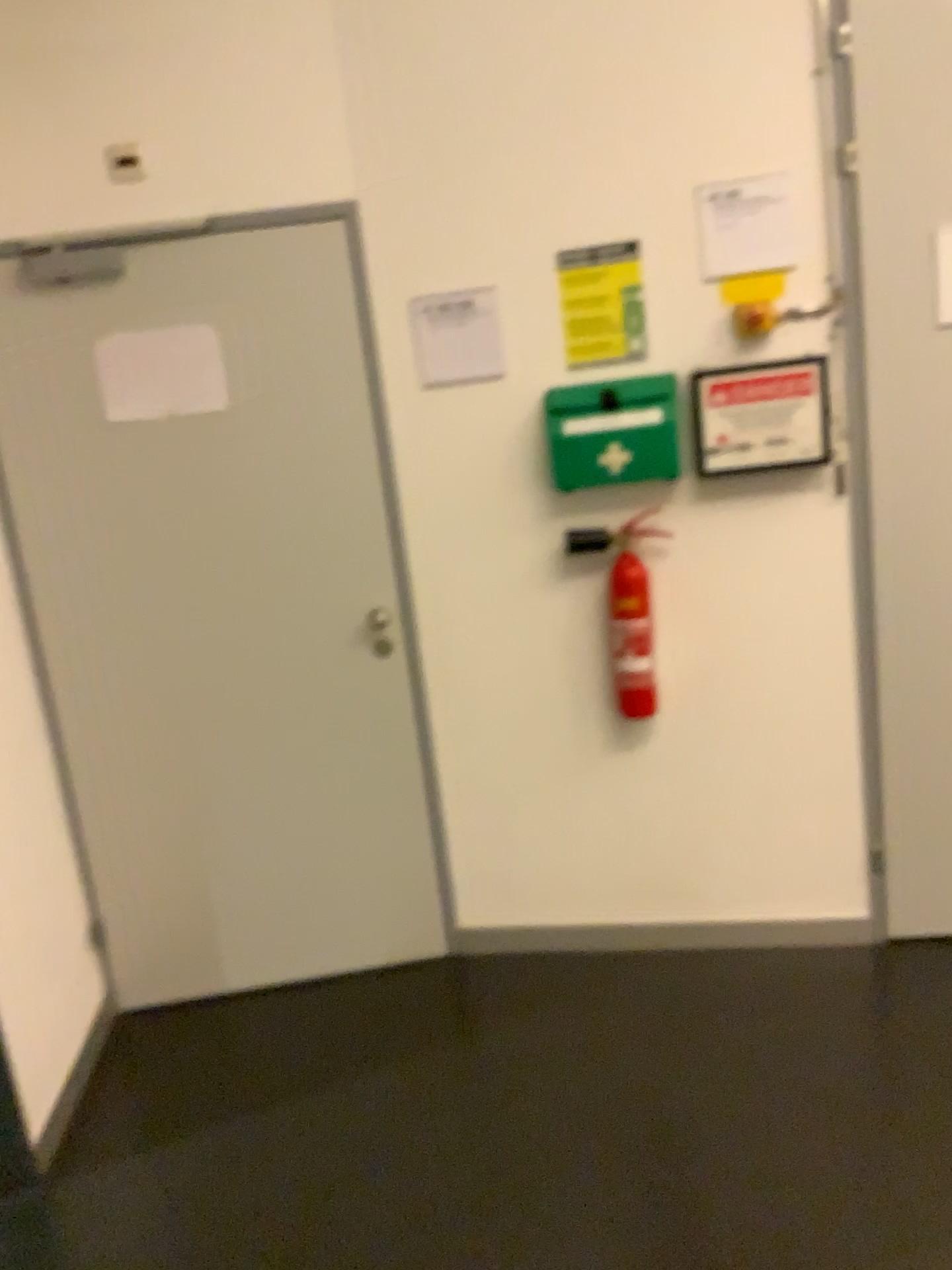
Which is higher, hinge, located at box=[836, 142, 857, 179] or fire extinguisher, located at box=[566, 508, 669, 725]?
hinge, located at box=[836, 142, 857, 179]

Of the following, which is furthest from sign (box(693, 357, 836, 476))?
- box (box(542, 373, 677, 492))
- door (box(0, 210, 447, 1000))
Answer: door (box(0, 210, 447, 1000))

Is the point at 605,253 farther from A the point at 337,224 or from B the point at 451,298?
A the point at 337,224

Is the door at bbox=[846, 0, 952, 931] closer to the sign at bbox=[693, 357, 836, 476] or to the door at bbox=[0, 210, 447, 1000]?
the sign at bbox=[693, 357, 836, 476]

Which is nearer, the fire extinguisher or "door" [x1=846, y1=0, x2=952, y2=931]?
"door" [x1=846, y1=0, x2=952, y2=931]

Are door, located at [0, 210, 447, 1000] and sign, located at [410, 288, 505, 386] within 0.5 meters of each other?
yes

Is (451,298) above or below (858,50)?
below

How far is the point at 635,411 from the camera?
2.6 meters

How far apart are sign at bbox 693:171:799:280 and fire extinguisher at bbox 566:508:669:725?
0.6m

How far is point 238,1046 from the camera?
2.8 meters
